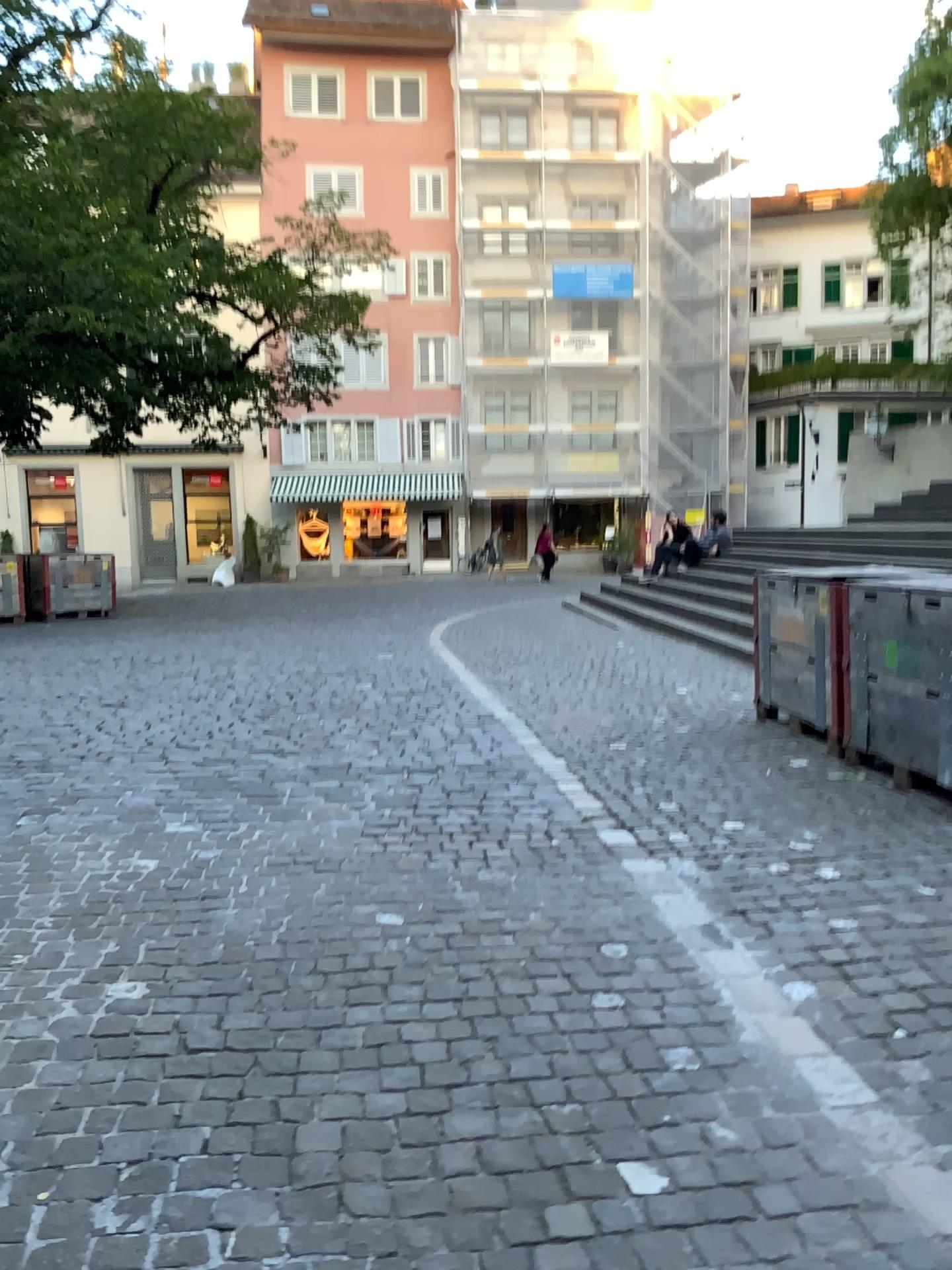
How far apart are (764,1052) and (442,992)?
0.8m
